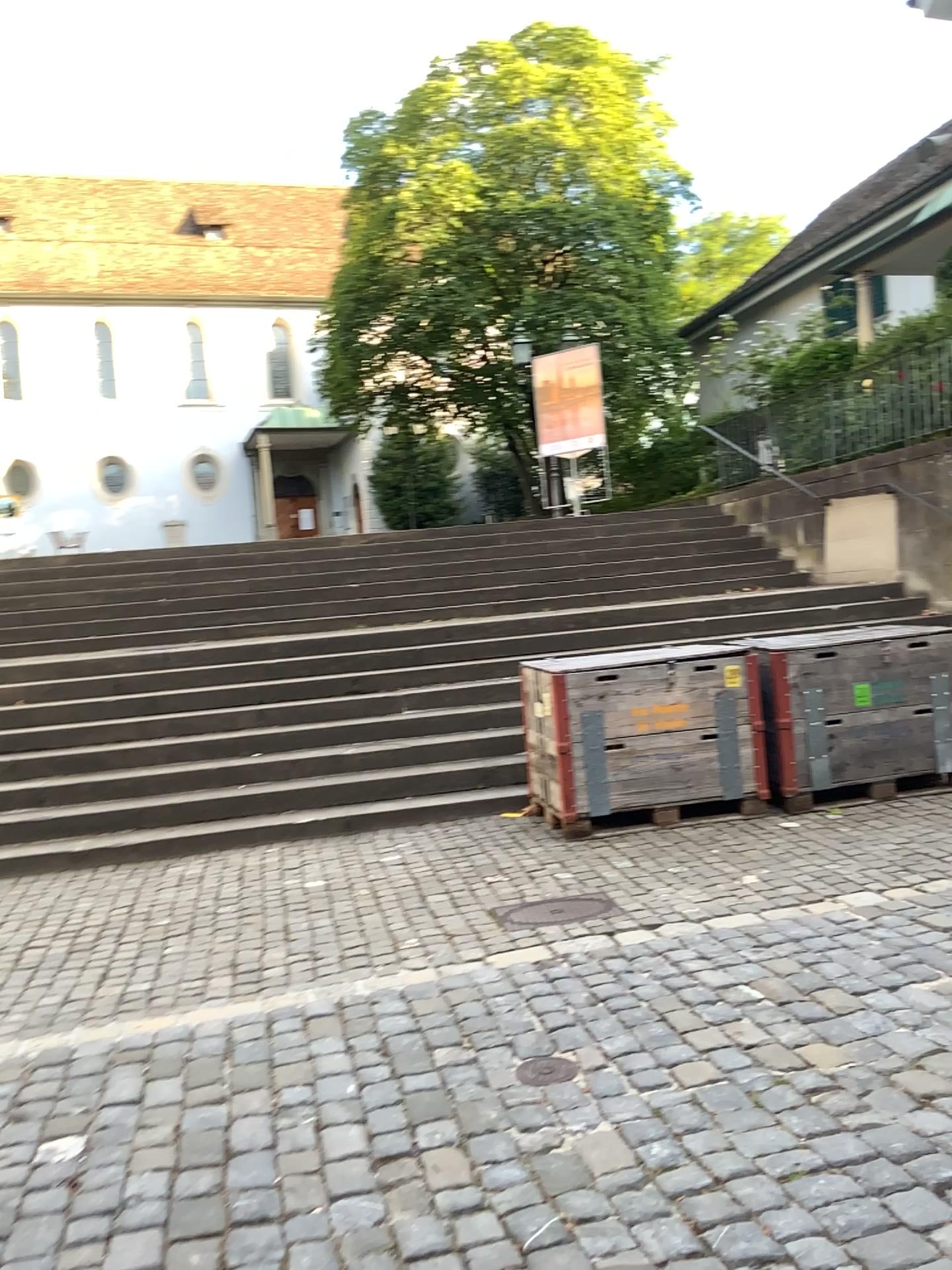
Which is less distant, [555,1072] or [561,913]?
[555,1072]

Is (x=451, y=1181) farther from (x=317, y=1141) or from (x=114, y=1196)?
(x=114, y=1196)

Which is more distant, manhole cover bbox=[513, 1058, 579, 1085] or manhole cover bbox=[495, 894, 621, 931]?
manhole cover bbox=[495, 894, 621, 931]
